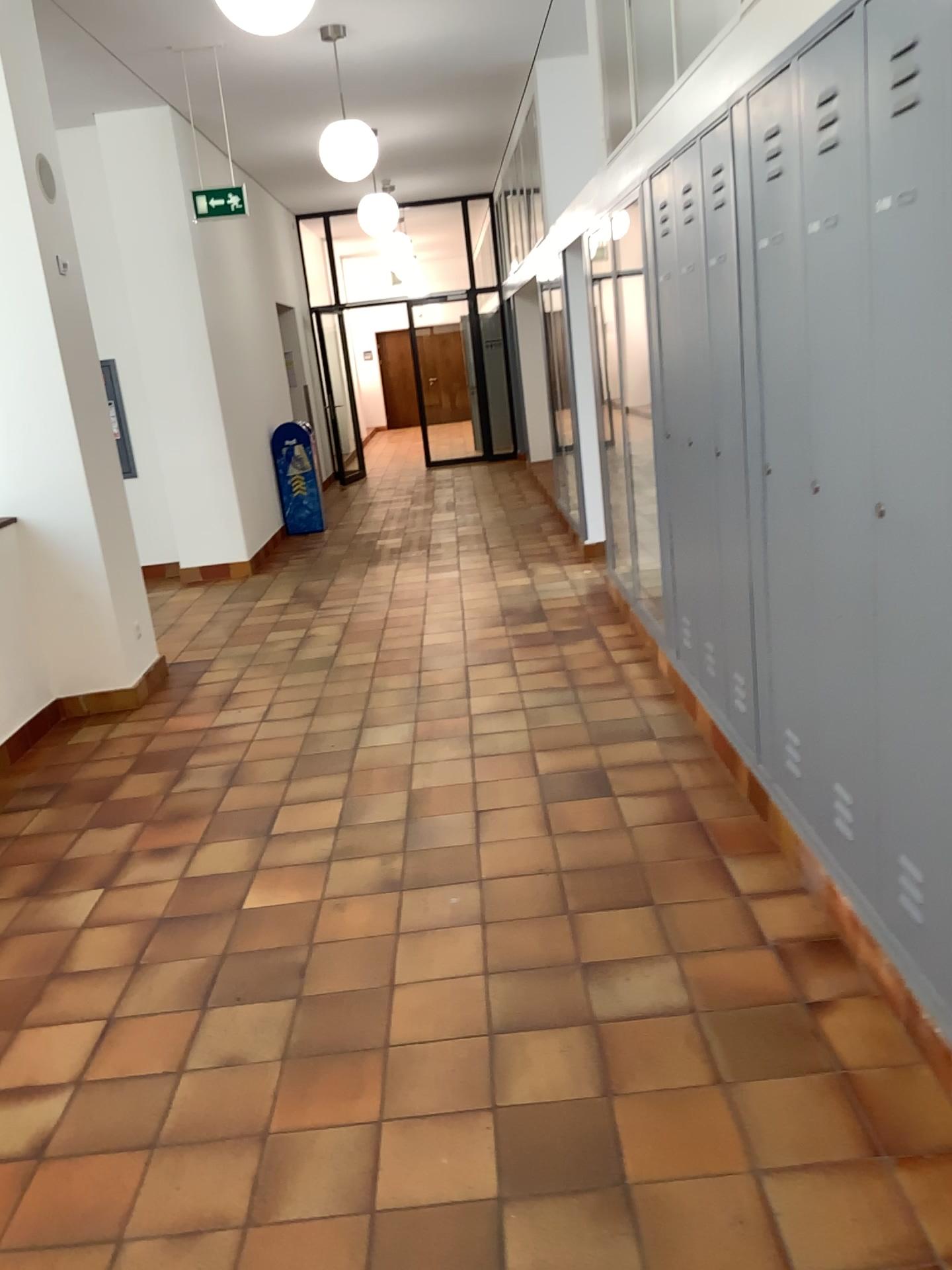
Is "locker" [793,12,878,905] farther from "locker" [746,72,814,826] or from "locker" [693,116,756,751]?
"locker" [693,116,756,751]

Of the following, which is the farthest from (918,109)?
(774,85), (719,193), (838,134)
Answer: (719,193)

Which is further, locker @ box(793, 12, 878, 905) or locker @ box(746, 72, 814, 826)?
locker @ box(746, 72, 814, 826)

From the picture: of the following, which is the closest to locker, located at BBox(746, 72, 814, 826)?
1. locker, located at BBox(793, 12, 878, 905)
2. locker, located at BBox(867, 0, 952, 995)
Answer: locker, located at BBox(793, 12, 878, 905)

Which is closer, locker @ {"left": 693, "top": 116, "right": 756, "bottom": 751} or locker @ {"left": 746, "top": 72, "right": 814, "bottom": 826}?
locker @ {"left": 746, "top": 72, "right": 814, "bottom": 826}

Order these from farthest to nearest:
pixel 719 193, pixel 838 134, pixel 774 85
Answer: pixel 719 193 < pixel 774 85 < pixel 838 134

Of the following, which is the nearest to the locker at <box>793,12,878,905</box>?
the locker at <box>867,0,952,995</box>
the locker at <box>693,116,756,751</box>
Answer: the locker at <box>867,0,952,995</box>

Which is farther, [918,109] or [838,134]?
[838,134]

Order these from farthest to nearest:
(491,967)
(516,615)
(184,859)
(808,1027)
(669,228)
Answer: (516,615), (669,228), (184,859), (491,967), (808,1027)

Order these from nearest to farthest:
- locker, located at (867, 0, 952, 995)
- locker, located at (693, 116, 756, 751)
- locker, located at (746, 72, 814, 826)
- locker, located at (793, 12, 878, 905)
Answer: locker, located at (867, 0, 952, 995), locker, located at (793, 12, 878, 905), locker, located at (746, 72, 814, 826), locker, located at (693, 116, 756, 751)
